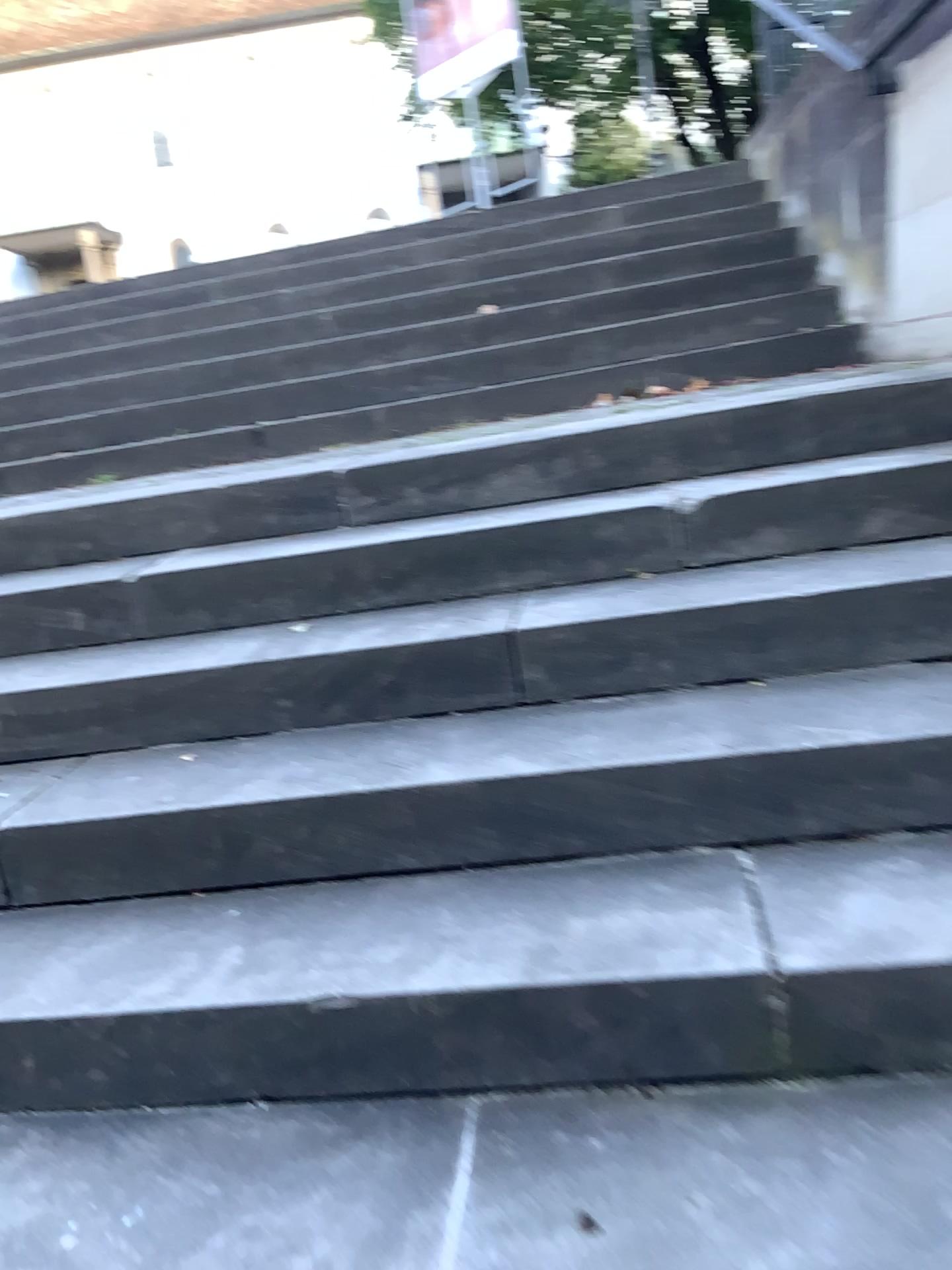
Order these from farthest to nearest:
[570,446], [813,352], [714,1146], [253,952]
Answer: [813,352] < [570,446] < [253,952] < [714,1146]
